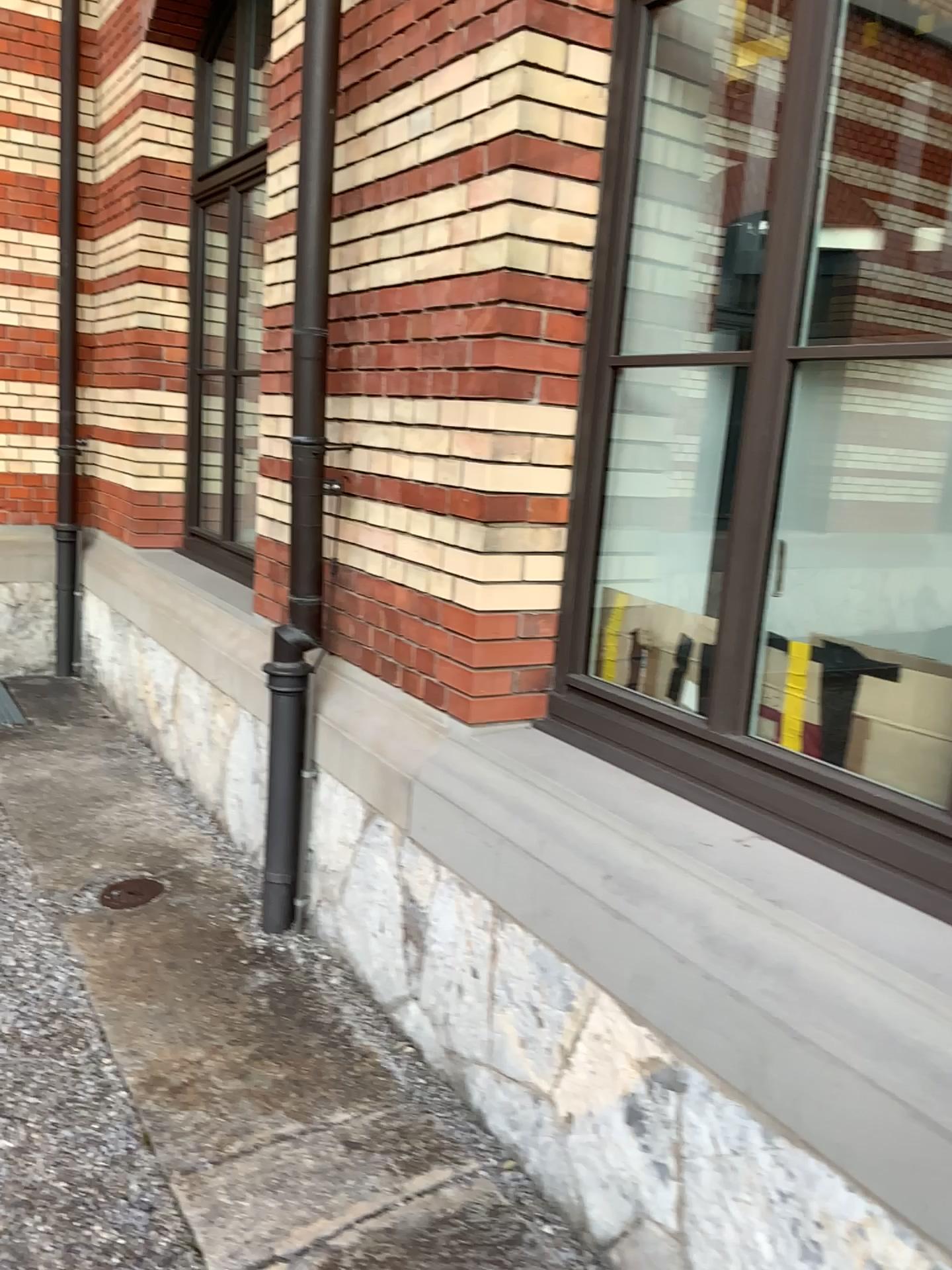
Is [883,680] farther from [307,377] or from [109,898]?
[109,898]

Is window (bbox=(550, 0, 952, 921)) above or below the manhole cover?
above

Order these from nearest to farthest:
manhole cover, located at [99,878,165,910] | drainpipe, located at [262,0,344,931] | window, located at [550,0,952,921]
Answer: window, located at [550,0,952,921]
drainpipe, located at [262,0,344,931]
manhole cover, located at [99,878,165,910]

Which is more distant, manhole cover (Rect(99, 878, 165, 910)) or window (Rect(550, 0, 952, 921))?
manhole cover (Rect(99, 878, 165, 910))

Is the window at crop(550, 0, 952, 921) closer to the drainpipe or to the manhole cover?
the drainpipe

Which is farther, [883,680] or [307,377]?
[307,377]

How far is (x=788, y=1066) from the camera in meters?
1.6

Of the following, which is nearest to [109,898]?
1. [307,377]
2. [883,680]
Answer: [307,377]

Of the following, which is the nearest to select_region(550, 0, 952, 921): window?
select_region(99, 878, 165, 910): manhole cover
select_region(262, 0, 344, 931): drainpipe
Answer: select_region(262, 0, 344, 931): drainpipe
